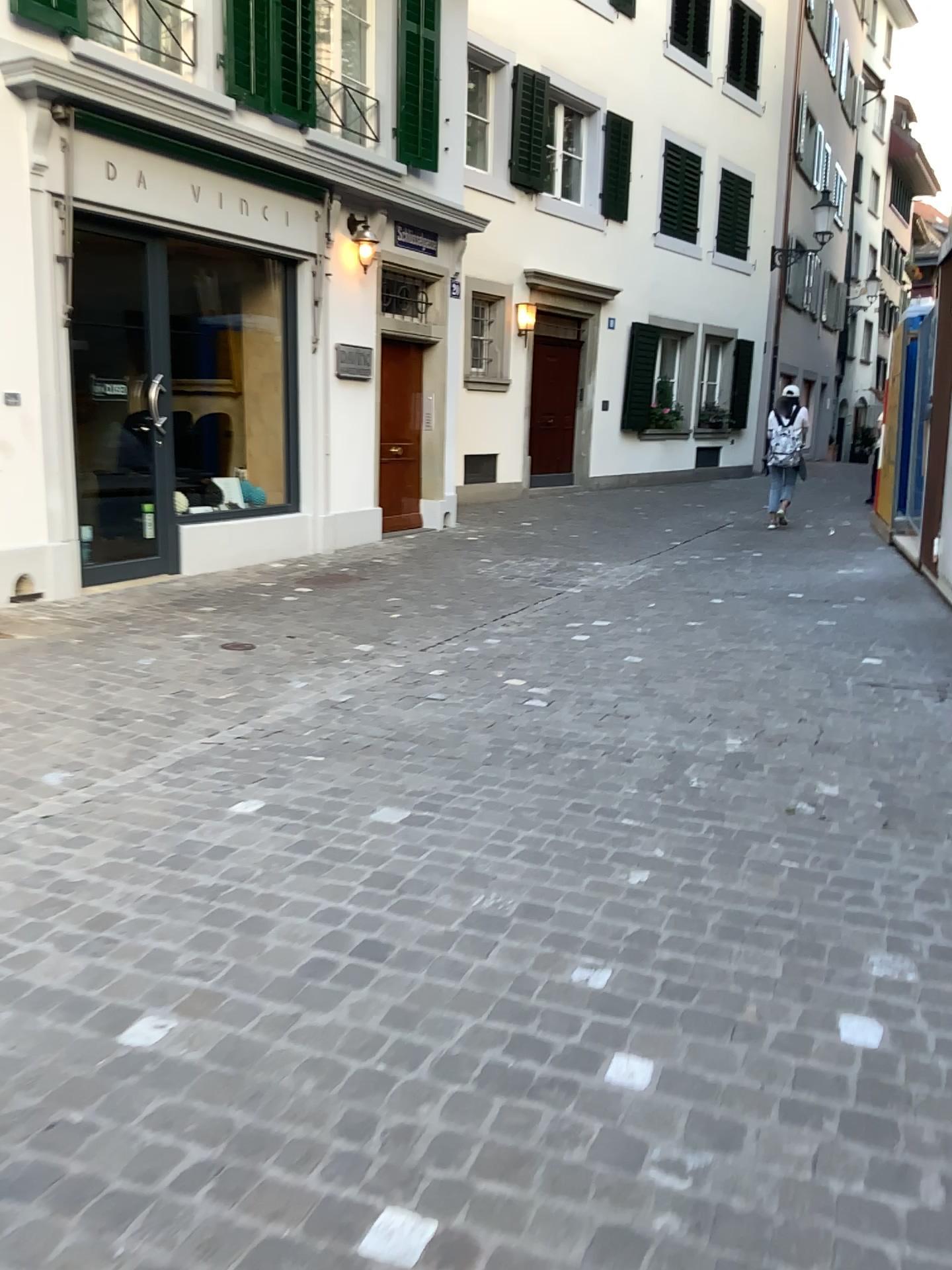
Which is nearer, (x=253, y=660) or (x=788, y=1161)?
(x=788, y=1161)
